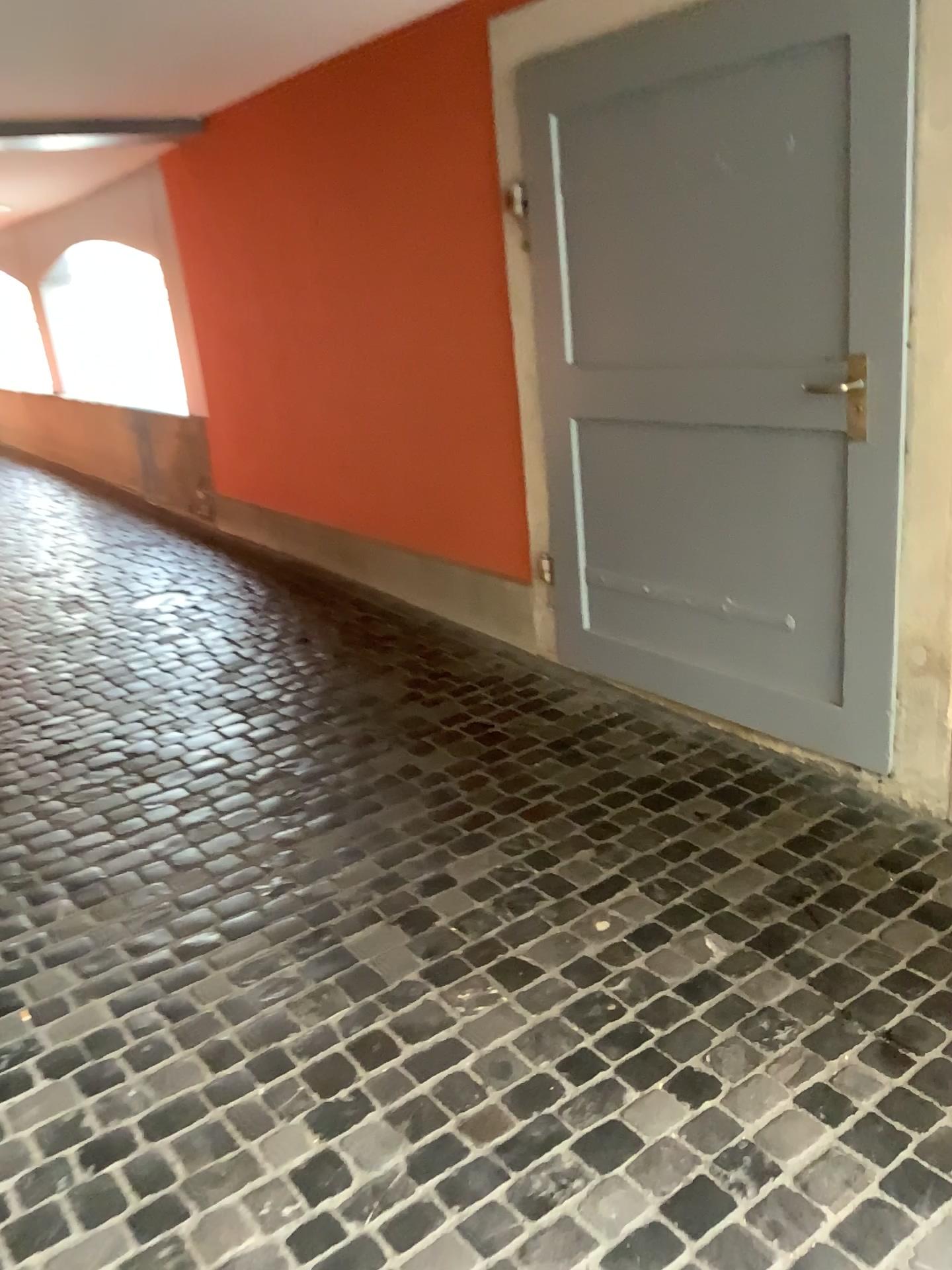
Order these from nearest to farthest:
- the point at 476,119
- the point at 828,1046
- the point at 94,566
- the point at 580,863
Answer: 1. the point at 828,1046
2. the point at 580,863
3. the point at 476,119
4. the point at 94,566
